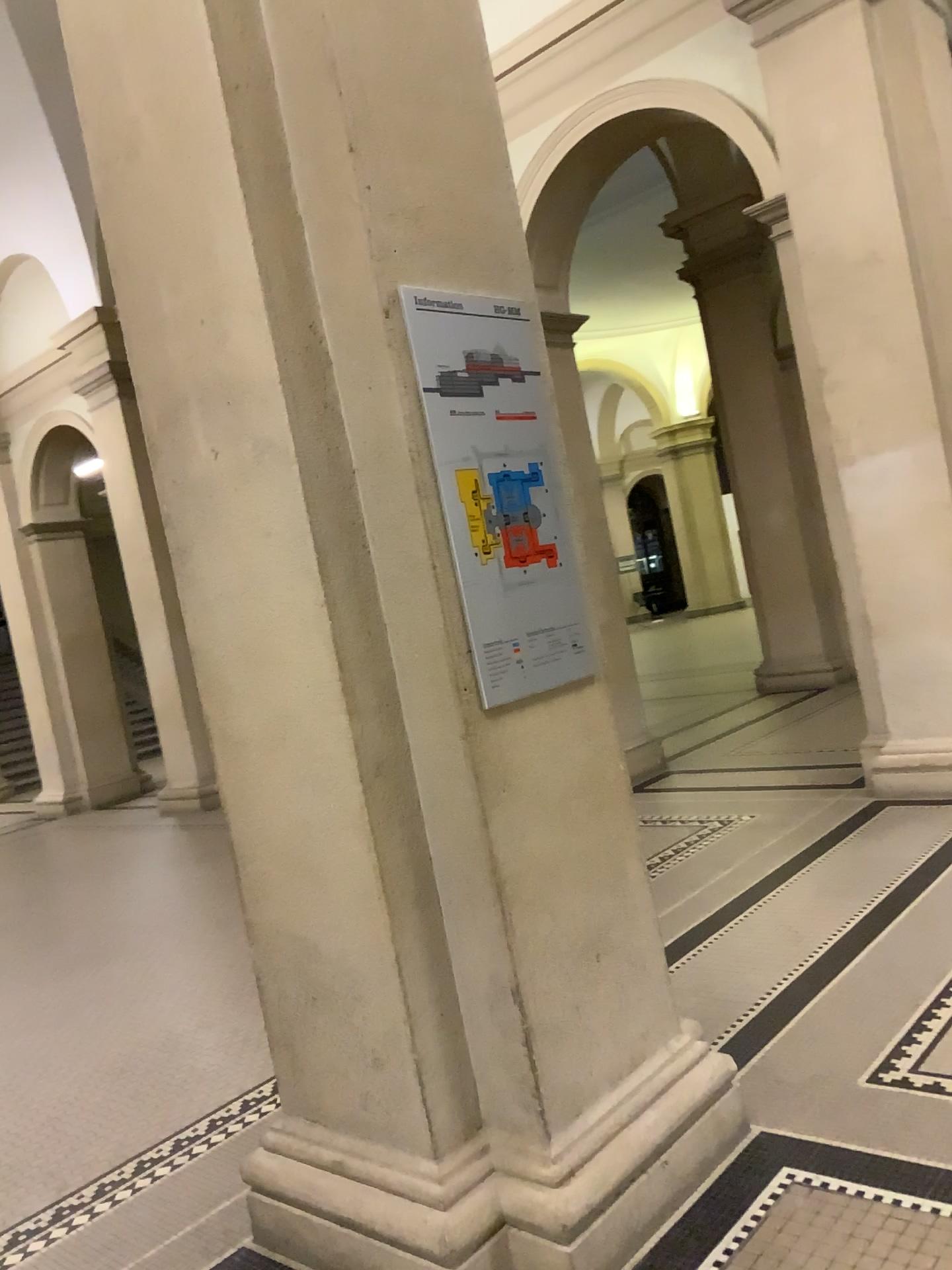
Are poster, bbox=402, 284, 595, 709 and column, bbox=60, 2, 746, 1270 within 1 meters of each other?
yes

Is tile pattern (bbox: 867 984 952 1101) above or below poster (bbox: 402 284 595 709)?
below

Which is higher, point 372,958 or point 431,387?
point 431,387

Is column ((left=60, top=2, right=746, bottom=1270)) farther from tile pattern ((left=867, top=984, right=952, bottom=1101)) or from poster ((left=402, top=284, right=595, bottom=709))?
tile pattern ((left=867, top=984, right=952, bottom=1101))

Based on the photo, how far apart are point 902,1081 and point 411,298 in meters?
2.2

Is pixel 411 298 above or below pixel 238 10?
below

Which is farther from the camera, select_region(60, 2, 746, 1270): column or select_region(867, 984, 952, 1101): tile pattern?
select_region(867, 984, 952, 1101): tile pattern

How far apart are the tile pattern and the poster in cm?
133

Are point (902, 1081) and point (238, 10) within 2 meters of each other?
no

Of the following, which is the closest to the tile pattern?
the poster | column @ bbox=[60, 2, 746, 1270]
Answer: column @ bbox=[60, 2, 746, 1270]
